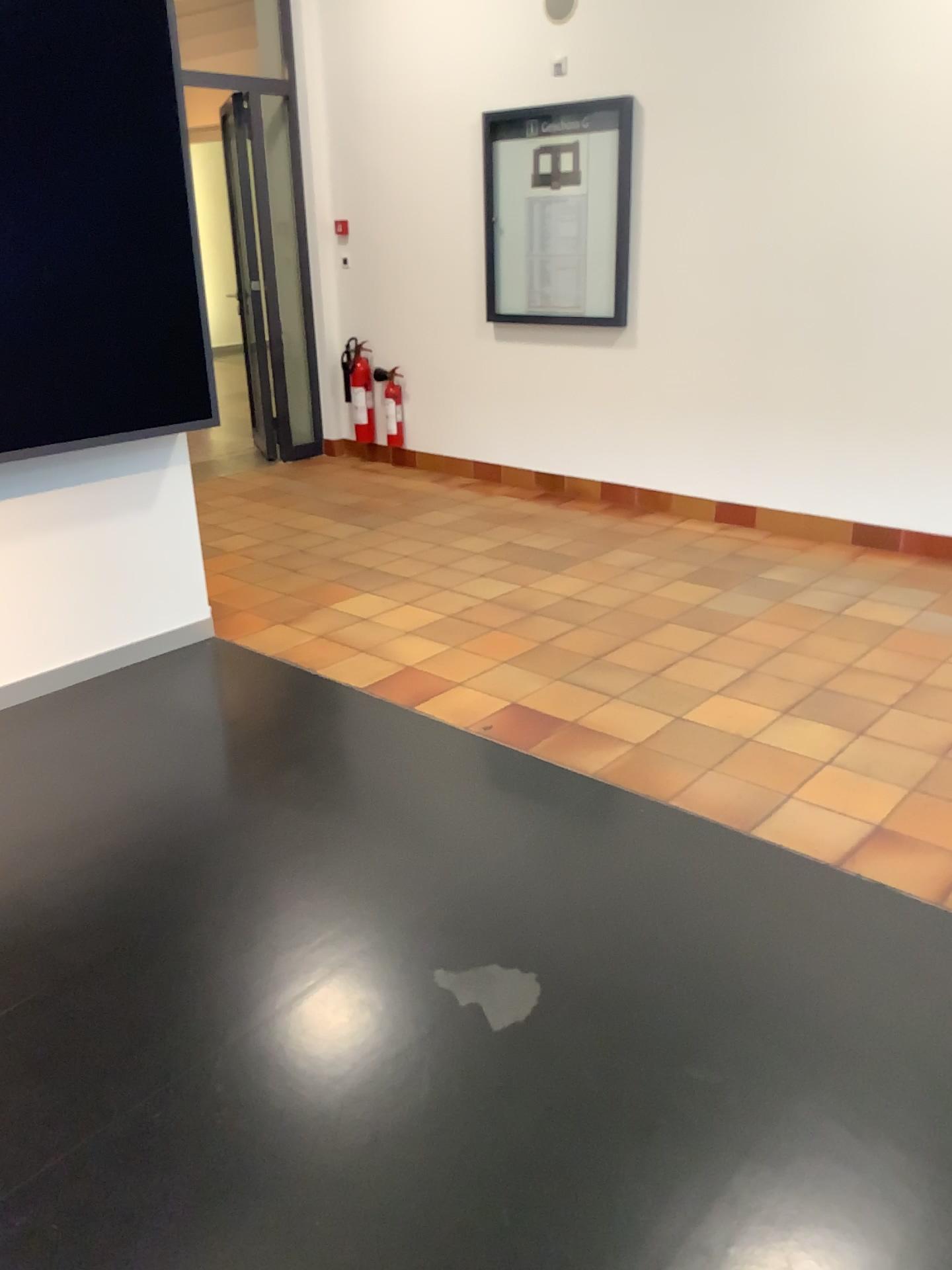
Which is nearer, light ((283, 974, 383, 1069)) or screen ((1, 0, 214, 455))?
light ((283, 974, 383, 1069))

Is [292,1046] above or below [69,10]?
below

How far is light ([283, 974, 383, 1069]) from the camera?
2.1m

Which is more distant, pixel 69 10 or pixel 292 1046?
pixel 69 10

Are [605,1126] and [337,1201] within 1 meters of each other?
yes

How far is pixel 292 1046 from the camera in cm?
206

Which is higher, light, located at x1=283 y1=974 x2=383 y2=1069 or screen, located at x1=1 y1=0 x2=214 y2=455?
screen, located at x1=1 y1=0 x2=214 y2=455
